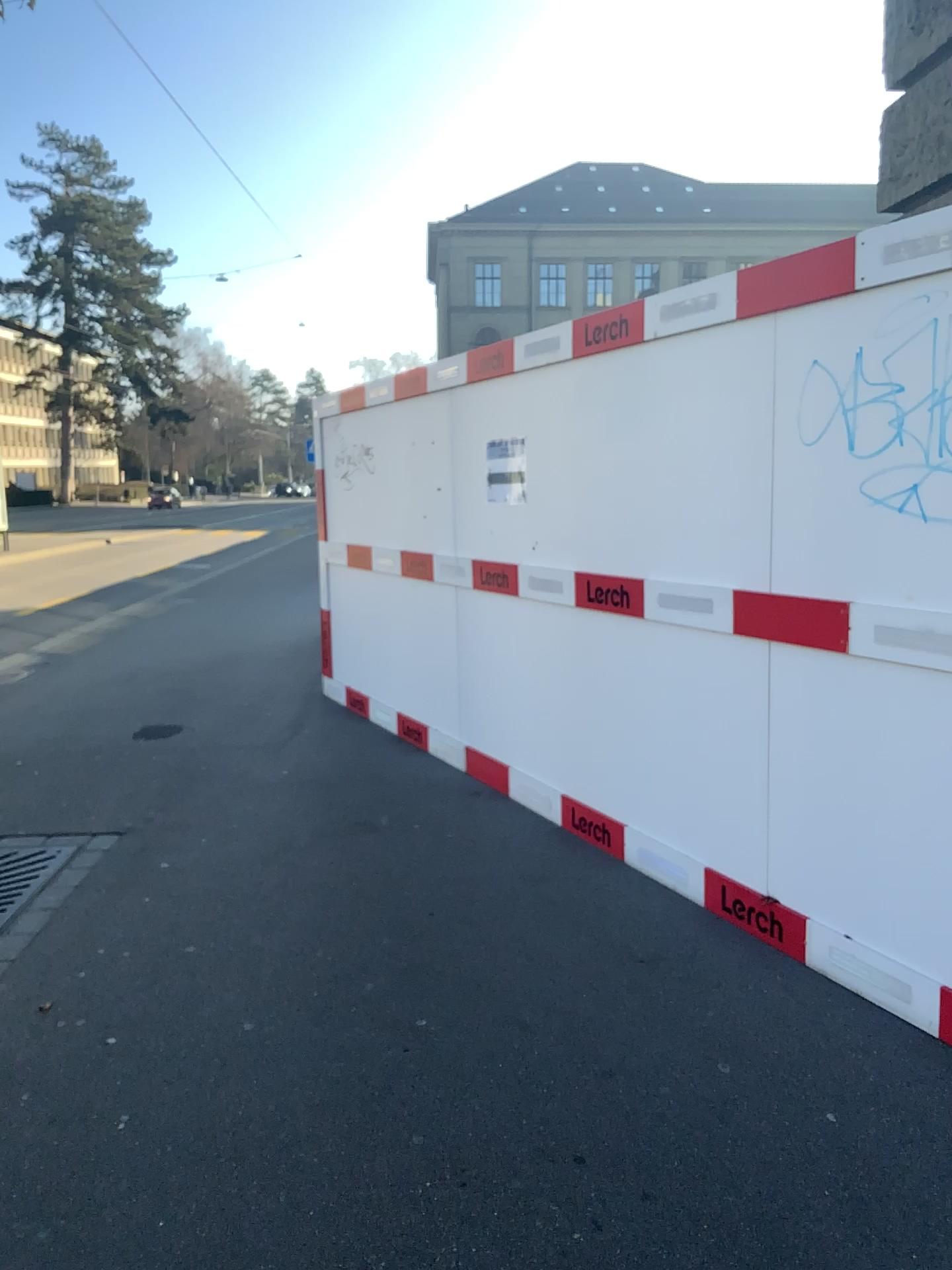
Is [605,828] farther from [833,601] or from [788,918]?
[833,601]

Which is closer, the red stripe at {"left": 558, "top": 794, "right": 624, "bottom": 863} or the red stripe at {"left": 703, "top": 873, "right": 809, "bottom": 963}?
the red stripe at {"left": 703, "top": 873, "right": 809, "bottom": 963}

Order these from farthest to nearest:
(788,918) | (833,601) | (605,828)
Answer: (605,828)
(788,918)
(833,601)

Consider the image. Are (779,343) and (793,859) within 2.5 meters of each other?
yes

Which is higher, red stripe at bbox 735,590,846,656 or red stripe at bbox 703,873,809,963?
red stripe at bbox 735,590,846,656

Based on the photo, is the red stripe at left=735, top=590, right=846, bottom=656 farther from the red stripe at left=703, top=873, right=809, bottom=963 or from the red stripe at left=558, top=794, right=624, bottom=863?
the red stripe at left=558, top=794, right=624, bottom=863

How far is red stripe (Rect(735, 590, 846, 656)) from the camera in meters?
3.1 m

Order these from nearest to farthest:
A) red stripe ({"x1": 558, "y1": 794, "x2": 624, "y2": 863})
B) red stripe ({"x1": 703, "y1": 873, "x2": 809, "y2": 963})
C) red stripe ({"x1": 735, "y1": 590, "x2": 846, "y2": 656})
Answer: red stripe ({"x1": 735, "y1": 590, "x2": 846, "y2": 656})
red stripe ({"x1": 703, "y1": 873, "x2": 809, "y2": 963})
red stripe ({"x1": 558, "y1": 794, "x2": 624, "y2": 863})

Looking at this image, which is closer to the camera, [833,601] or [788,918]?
[833,601]

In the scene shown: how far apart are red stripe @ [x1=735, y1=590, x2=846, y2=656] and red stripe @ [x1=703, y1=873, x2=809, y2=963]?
0.87m
